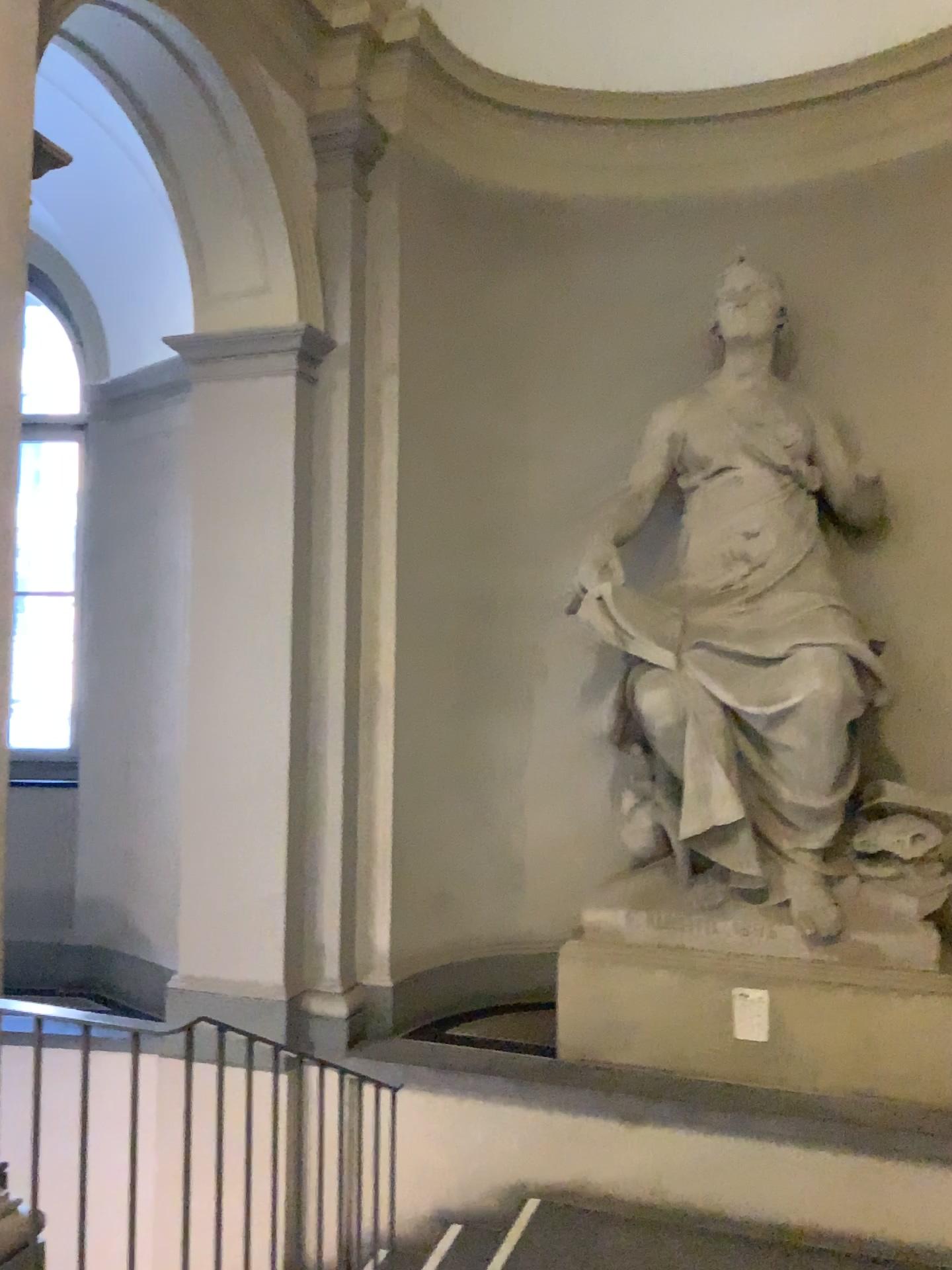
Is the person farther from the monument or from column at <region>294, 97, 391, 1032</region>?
column at <region>294, 97, 391, 1032</region>

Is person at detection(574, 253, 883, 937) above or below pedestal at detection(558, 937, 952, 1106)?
above

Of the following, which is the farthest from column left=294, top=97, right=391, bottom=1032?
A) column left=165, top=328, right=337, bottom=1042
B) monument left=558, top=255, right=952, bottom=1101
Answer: monument left=558, top=255, right=952, bottom=1101

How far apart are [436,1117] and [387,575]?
2.4m

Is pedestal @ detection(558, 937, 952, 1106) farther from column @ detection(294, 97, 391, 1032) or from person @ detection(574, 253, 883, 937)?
Answer: column @ detection(294, 97, 391, 1032)

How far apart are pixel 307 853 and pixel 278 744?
0.5 meters

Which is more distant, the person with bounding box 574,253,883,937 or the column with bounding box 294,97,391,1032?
the column with bounding box 294,97,391,1032

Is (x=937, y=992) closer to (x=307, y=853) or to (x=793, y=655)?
(x=793, y=655)

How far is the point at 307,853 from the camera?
4.8 meters

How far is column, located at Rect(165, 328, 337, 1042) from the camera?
4.70m
